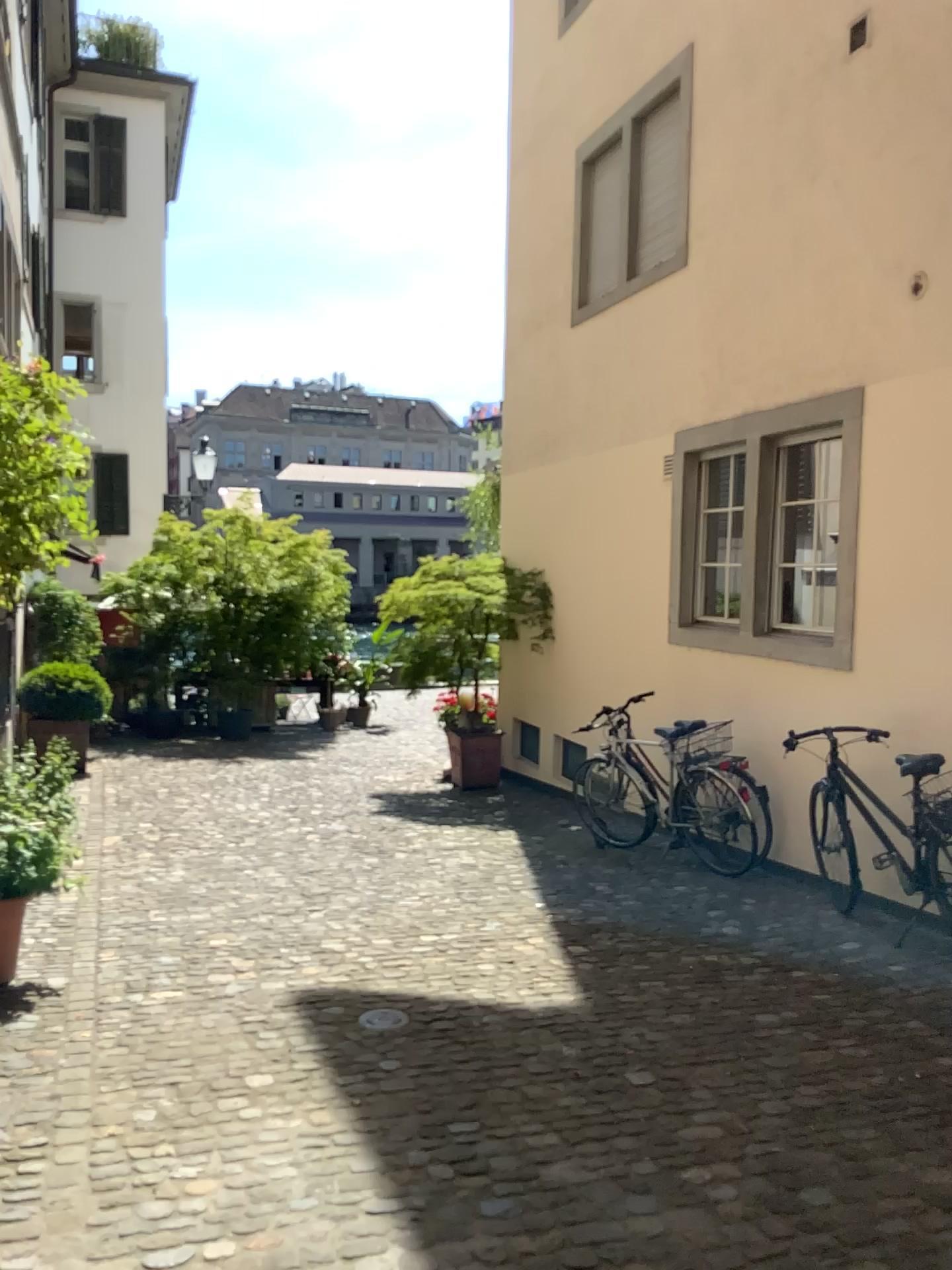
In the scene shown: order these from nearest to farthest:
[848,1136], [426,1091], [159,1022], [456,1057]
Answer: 1. [848,1136]
2. [426,1091]
3. [456,1057]
4. [159,1022]
